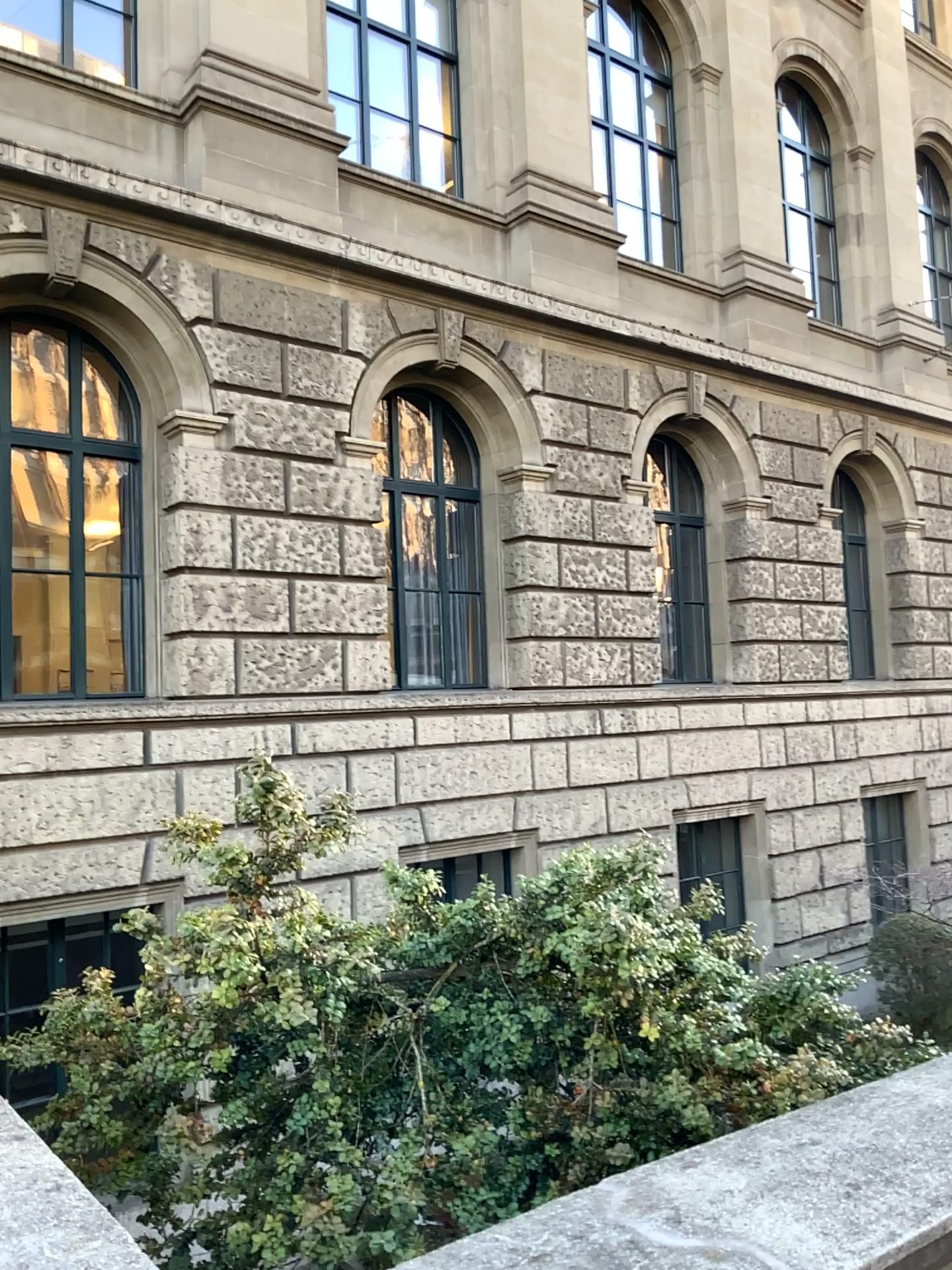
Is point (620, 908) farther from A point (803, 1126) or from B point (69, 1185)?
B point (69, 1185)
